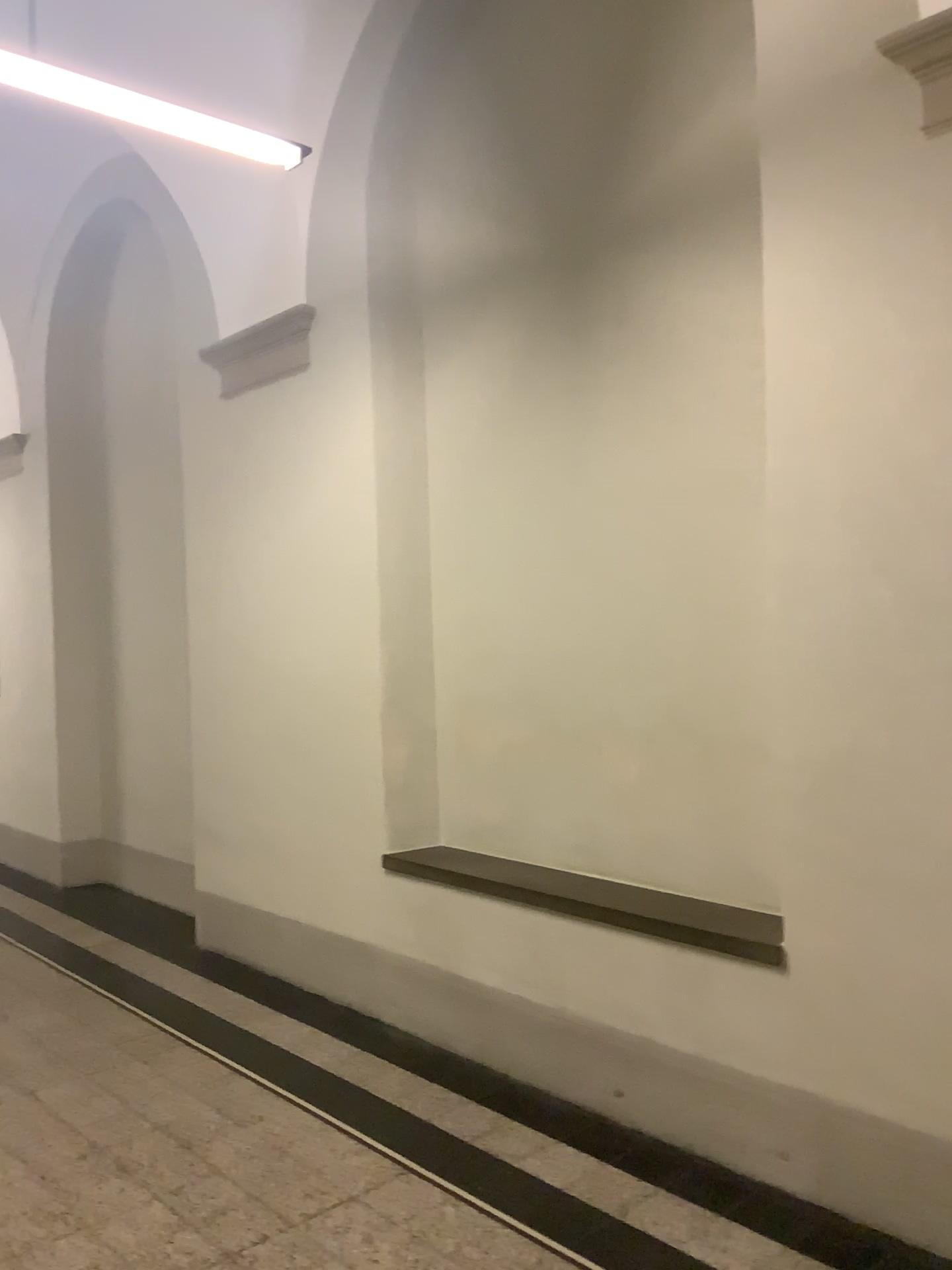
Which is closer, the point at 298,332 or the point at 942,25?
the point at 942,25

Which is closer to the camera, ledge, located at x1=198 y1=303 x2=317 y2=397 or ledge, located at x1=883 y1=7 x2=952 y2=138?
ledge, located at x1=883 y1=7 x2=952 y2=138

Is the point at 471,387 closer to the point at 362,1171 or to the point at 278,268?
the point at 278,268

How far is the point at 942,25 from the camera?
2.5 meters

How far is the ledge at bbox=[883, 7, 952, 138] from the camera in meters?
2.5 m
